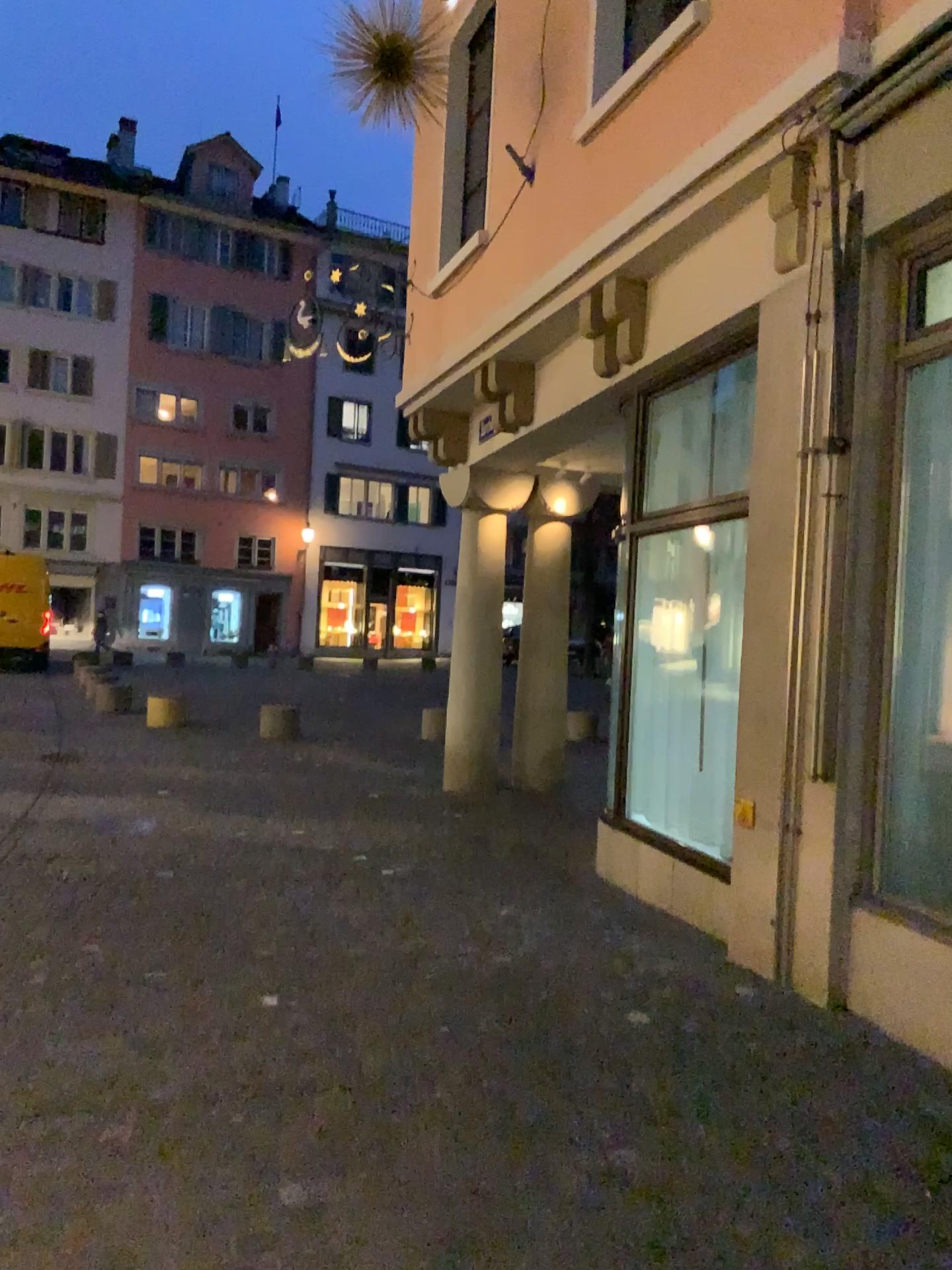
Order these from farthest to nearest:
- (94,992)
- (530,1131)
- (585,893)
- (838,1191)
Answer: (585,893) < (94,992) < (530,1131) < (838,1191)
